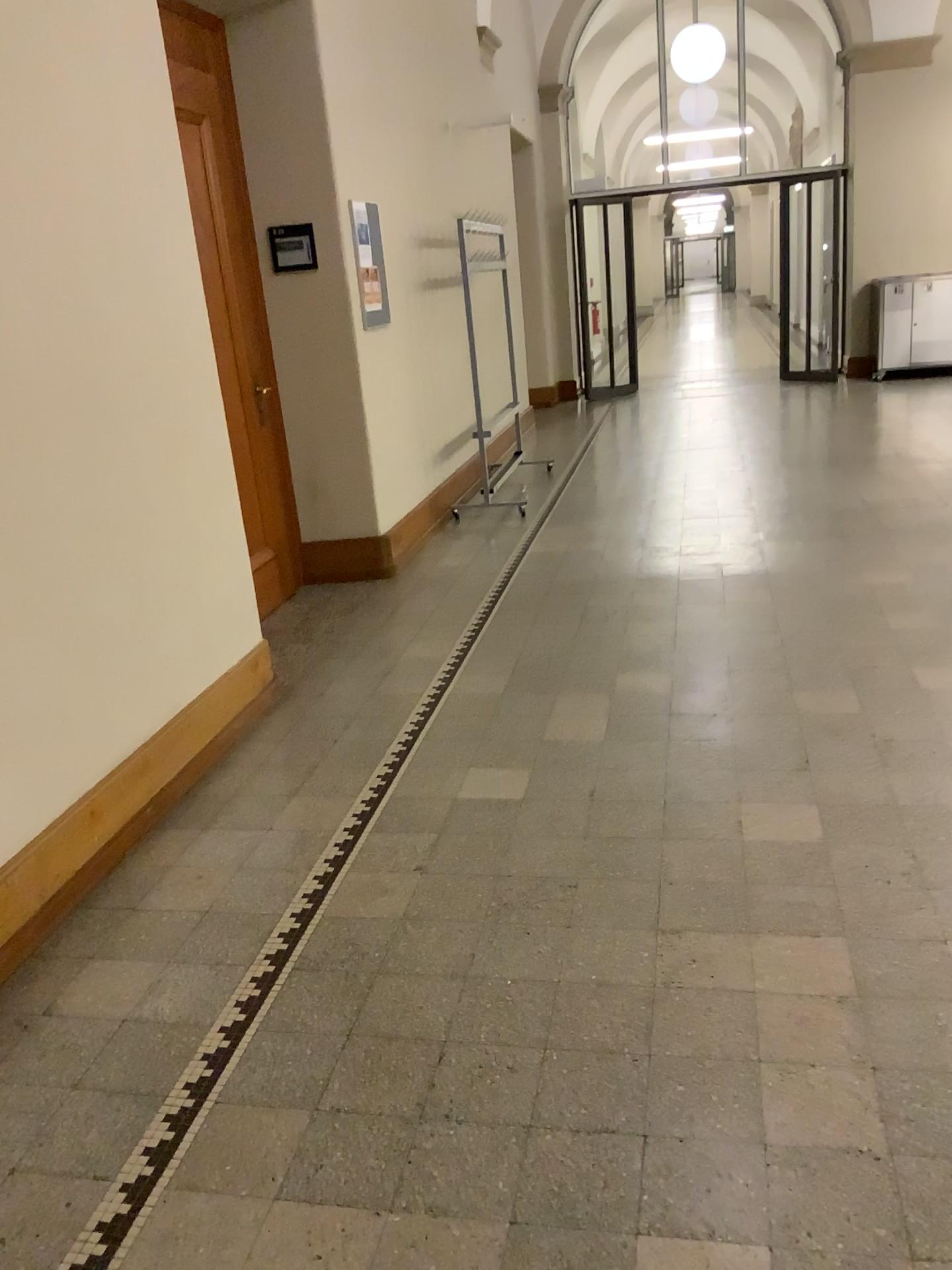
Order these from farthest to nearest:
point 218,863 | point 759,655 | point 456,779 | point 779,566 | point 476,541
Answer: point 476,541, point 779,566, point 759,655, point 456,779, point 218,863
